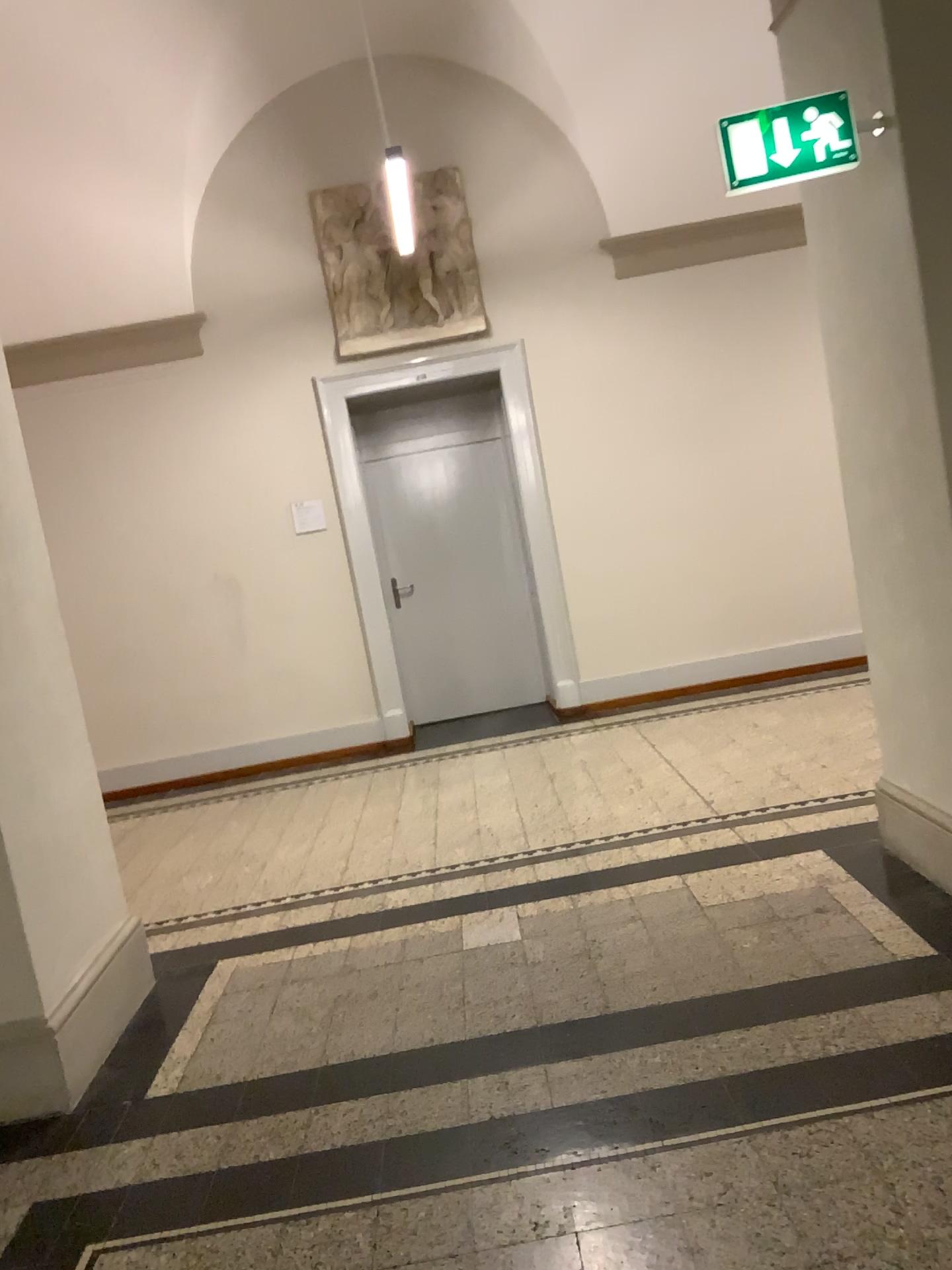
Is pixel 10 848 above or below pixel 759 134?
below

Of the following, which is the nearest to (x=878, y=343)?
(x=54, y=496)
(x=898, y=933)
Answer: (x=898, y=933)

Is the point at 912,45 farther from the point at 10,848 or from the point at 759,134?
the point at 10,848

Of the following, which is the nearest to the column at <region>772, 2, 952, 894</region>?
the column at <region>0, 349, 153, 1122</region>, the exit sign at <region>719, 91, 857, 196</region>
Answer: the exit sign at <region>719, 91, 857, 196</region>

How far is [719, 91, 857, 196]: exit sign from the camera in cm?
288

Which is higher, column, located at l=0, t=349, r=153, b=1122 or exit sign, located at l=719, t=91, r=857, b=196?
exit sign, located at l=719, t=91, r=857, b=196

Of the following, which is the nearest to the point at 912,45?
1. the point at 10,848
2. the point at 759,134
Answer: the point at 759,134

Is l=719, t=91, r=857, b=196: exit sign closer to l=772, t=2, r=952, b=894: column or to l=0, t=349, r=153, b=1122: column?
l=772, t=2, r=952, b=894: column
